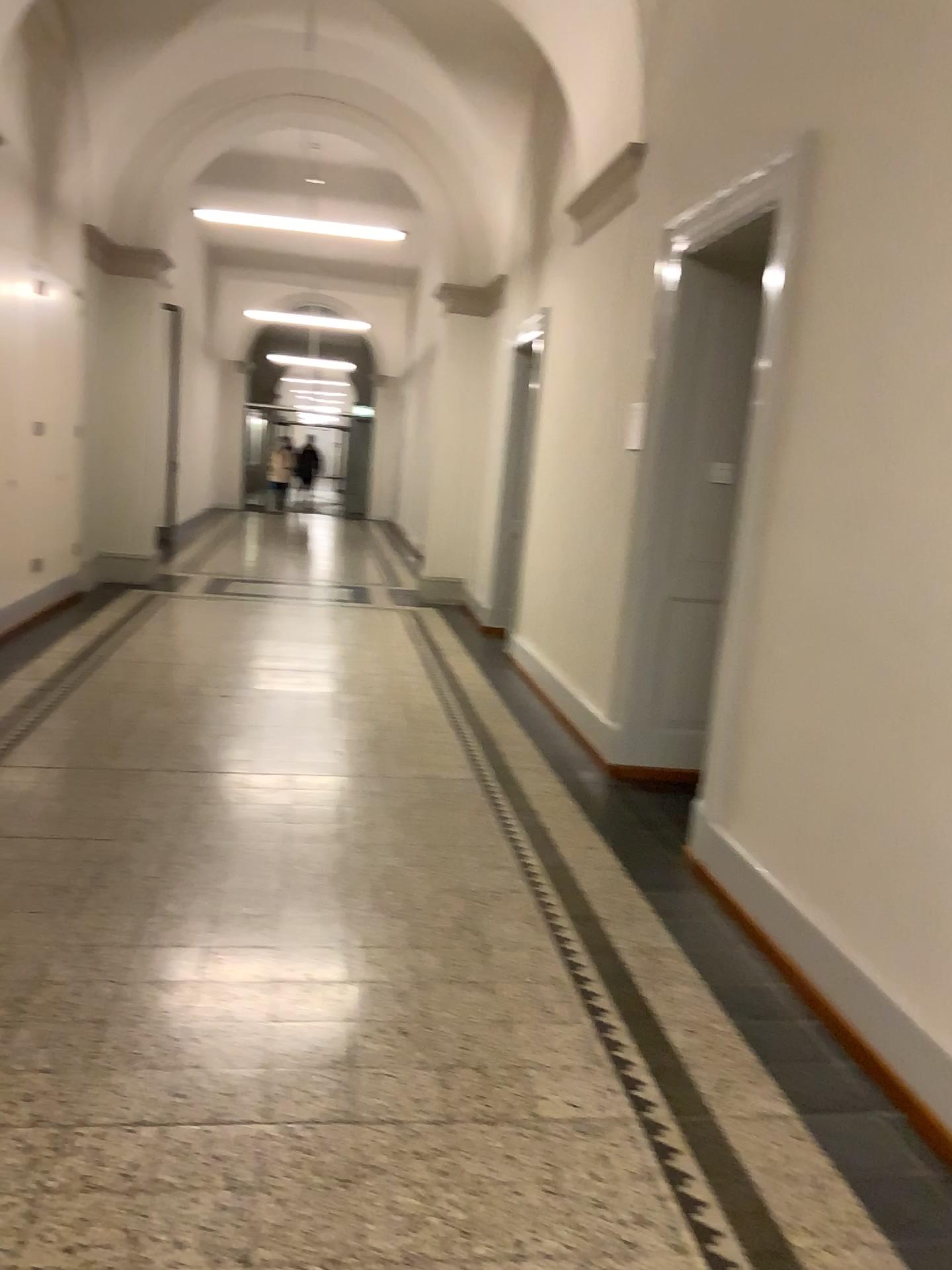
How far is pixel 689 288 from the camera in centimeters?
463cm

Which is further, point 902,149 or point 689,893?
point 689,893

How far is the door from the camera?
4.6m
